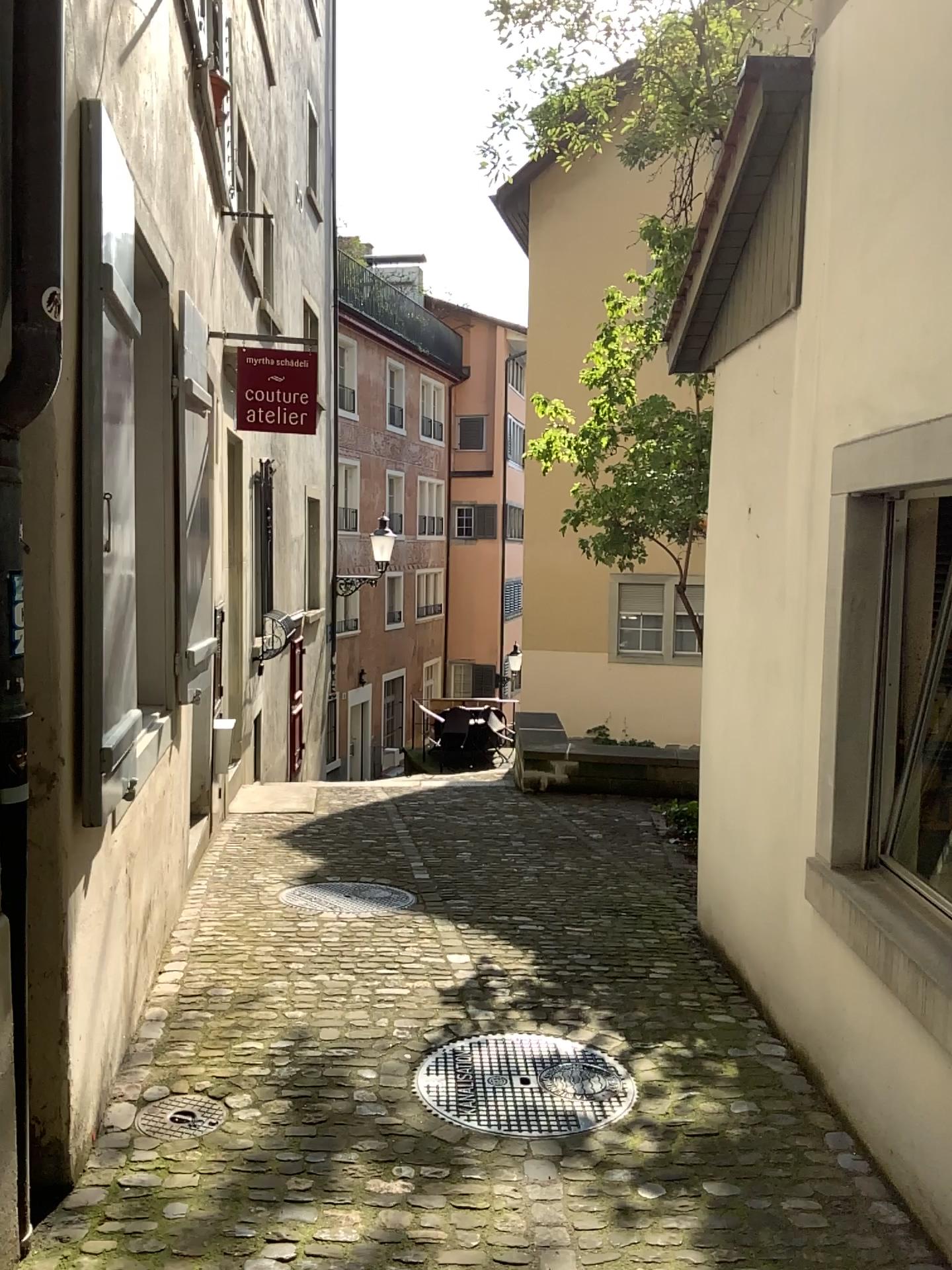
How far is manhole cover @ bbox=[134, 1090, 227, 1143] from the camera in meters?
3.0 m

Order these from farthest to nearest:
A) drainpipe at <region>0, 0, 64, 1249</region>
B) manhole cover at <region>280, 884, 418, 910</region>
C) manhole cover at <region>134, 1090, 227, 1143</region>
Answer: manhole cover at <region>280, 884, 418, 910</region> < manhole cover at <region>134, 1090, 227, 1143</region> < drainpipe at <region>0, 0, 64, 1249</region>

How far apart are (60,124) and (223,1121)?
2.59m

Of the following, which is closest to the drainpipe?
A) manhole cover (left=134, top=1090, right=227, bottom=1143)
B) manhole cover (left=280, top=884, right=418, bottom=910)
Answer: manhole cover (left=134, top=1090, right=227, bottom=1143)

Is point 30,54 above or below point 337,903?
above

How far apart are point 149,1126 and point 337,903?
2.25m

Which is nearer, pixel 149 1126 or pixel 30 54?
pixel 30 54

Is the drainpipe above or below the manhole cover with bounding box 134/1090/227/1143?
above

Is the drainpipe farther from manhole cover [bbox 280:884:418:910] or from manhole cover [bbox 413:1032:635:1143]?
manhole cover [bbox 280:884:418:910]

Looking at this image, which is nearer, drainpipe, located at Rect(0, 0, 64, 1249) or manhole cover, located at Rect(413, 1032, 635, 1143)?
drainpipe, located at Rect(0, 0, 64, 1249)
